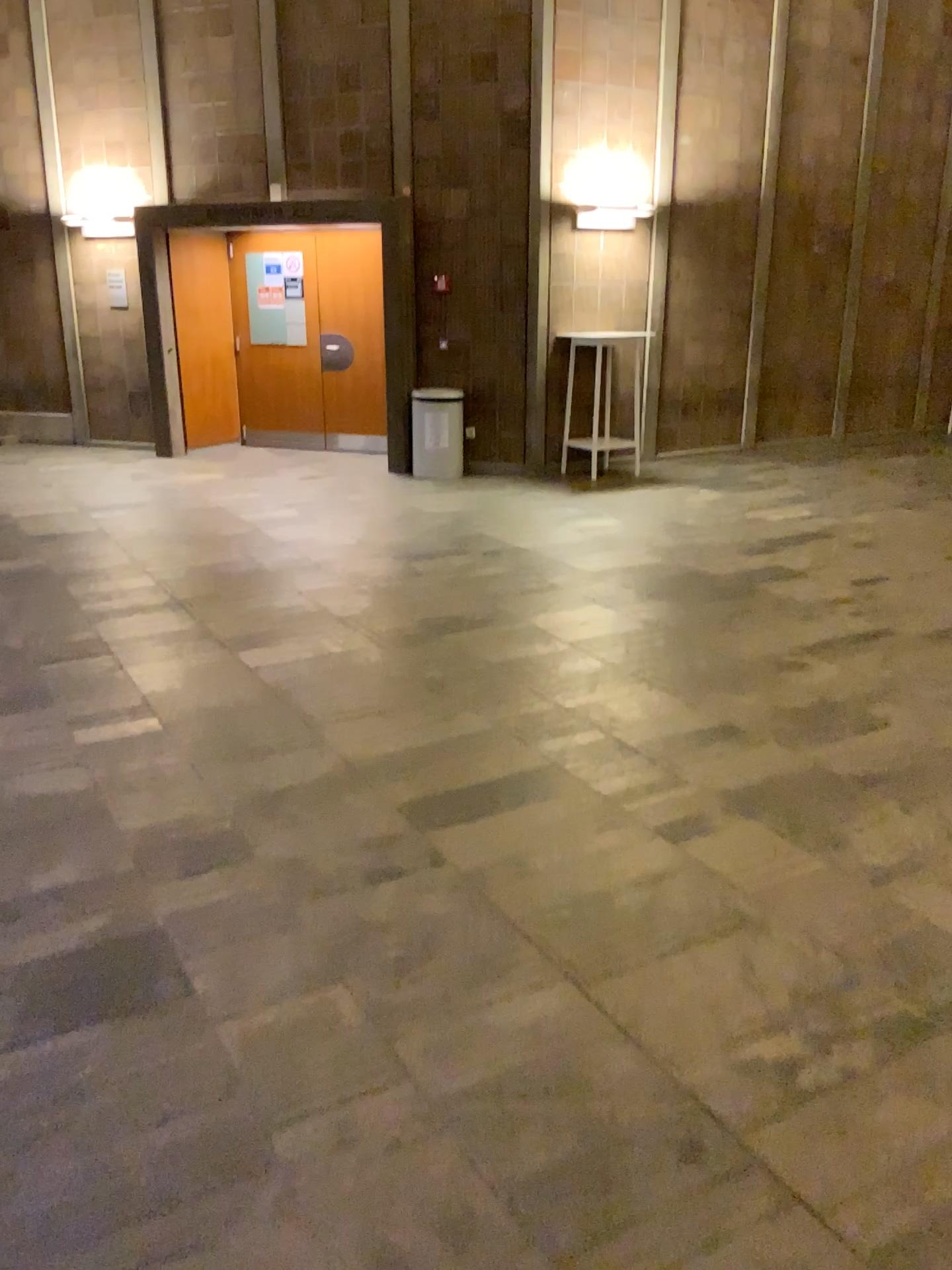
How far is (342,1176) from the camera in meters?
1.9
